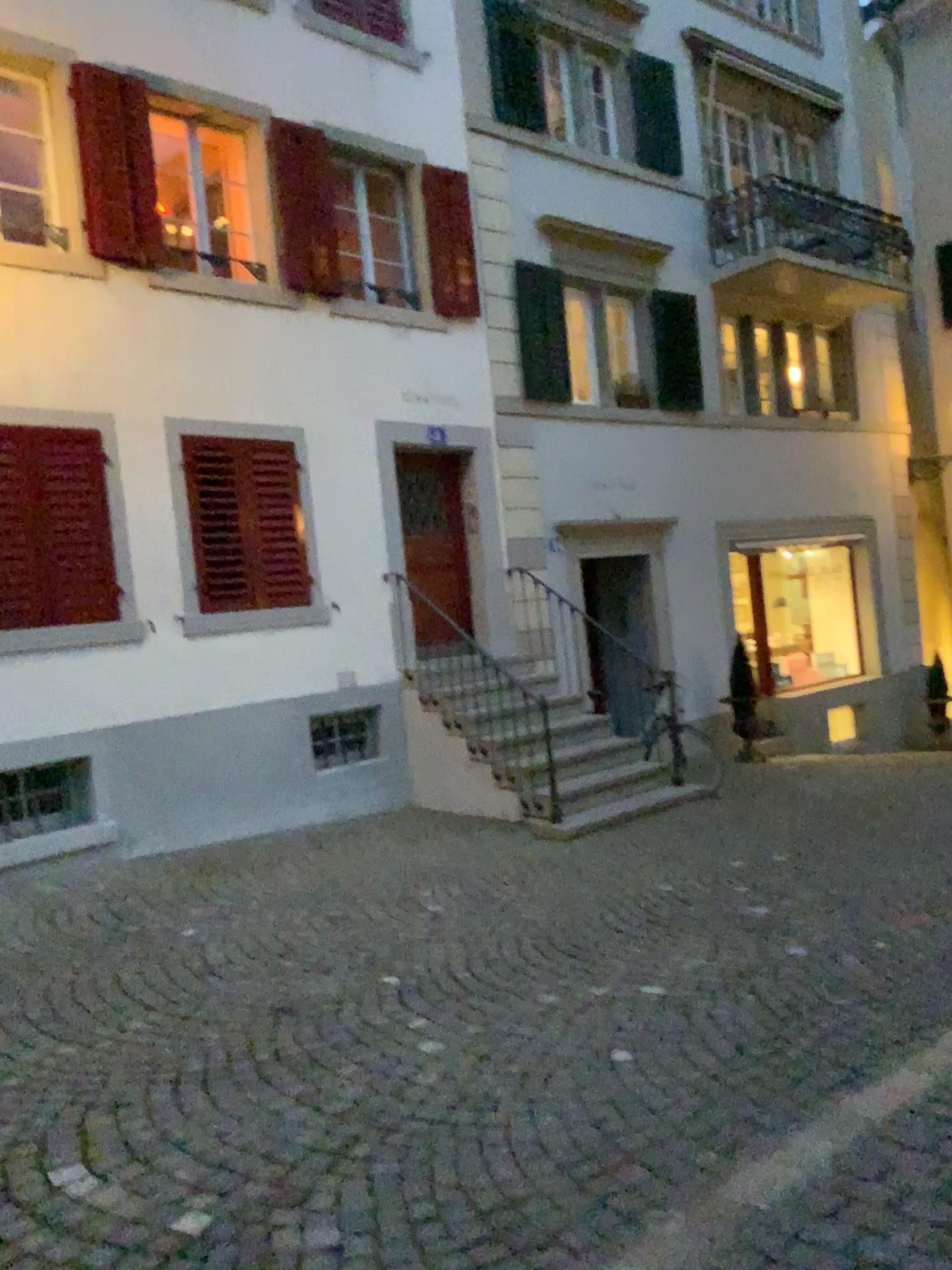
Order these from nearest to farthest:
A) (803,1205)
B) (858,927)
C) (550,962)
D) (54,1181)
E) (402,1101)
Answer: (803,1205) < (54,1181) < (402,1101) < (550,962) < (858,927)
